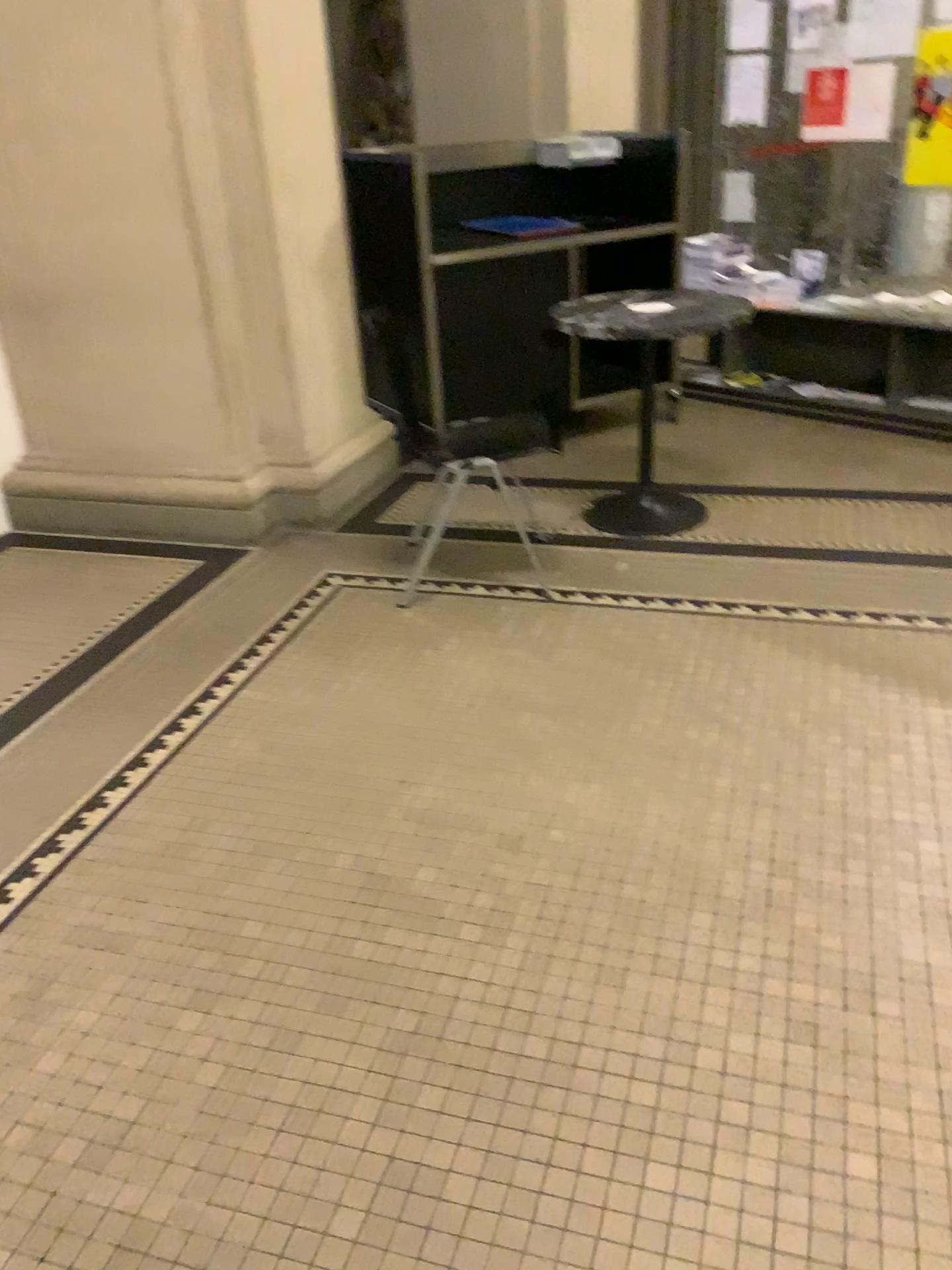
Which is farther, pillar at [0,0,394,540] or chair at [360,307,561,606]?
chair at [360,307,561,606]

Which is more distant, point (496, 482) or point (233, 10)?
point (496, 482)

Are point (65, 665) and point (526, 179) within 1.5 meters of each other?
no

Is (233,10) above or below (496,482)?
above
